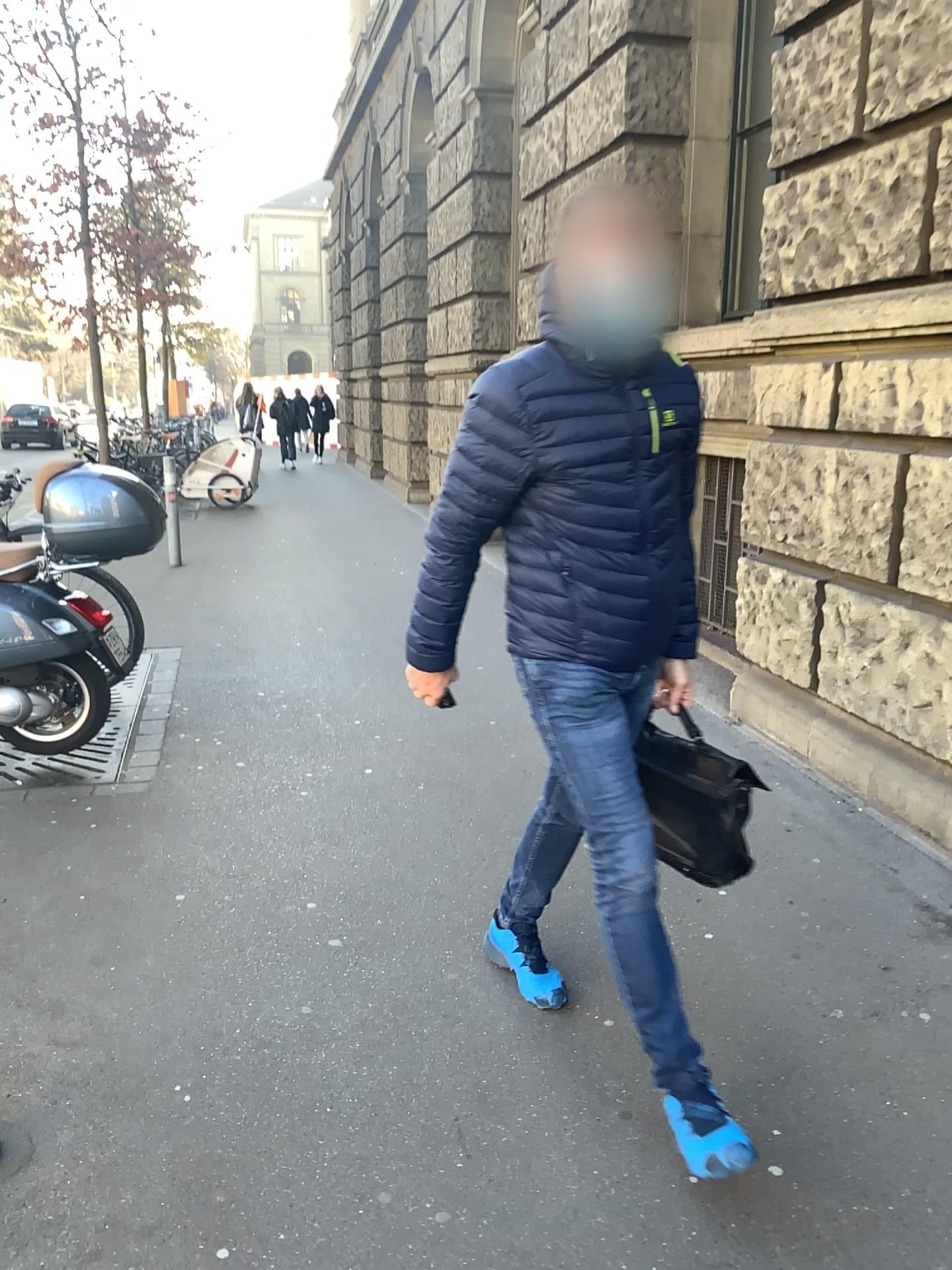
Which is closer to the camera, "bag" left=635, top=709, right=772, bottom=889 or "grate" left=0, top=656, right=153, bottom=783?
"bag" left=635, top=709, right=772, bottom=889

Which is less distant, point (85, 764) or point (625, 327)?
point (625, 327)

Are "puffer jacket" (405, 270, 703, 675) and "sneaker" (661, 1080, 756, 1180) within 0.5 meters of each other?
no

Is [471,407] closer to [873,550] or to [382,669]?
[873,550]

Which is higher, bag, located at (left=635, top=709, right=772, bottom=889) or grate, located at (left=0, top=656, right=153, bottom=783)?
bag, located at (left=635, top=709, right=772, bottom=889)

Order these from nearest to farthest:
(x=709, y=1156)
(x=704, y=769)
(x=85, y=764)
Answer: (x=709, y=1156)
(x=704, y=769)
(x=85, y=764)

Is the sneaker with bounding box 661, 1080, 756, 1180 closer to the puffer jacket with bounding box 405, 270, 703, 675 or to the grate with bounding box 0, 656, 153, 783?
the puffer jacket with bounding box 405, 270, 703, 675

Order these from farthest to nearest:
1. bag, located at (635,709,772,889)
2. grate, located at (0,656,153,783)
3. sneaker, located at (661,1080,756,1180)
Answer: grate, located at (0,656,153,783) < bag, located at (635,709,772,889) < sneaker, located at (661,1080,756,1180)

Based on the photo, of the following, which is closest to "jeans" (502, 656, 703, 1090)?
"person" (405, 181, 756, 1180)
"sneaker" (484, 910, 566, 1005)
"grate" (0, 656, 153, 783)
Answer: "person" (405, 181, 756, 1180)

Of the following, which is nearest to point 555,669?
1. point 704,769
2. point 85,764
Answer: point 704,769
